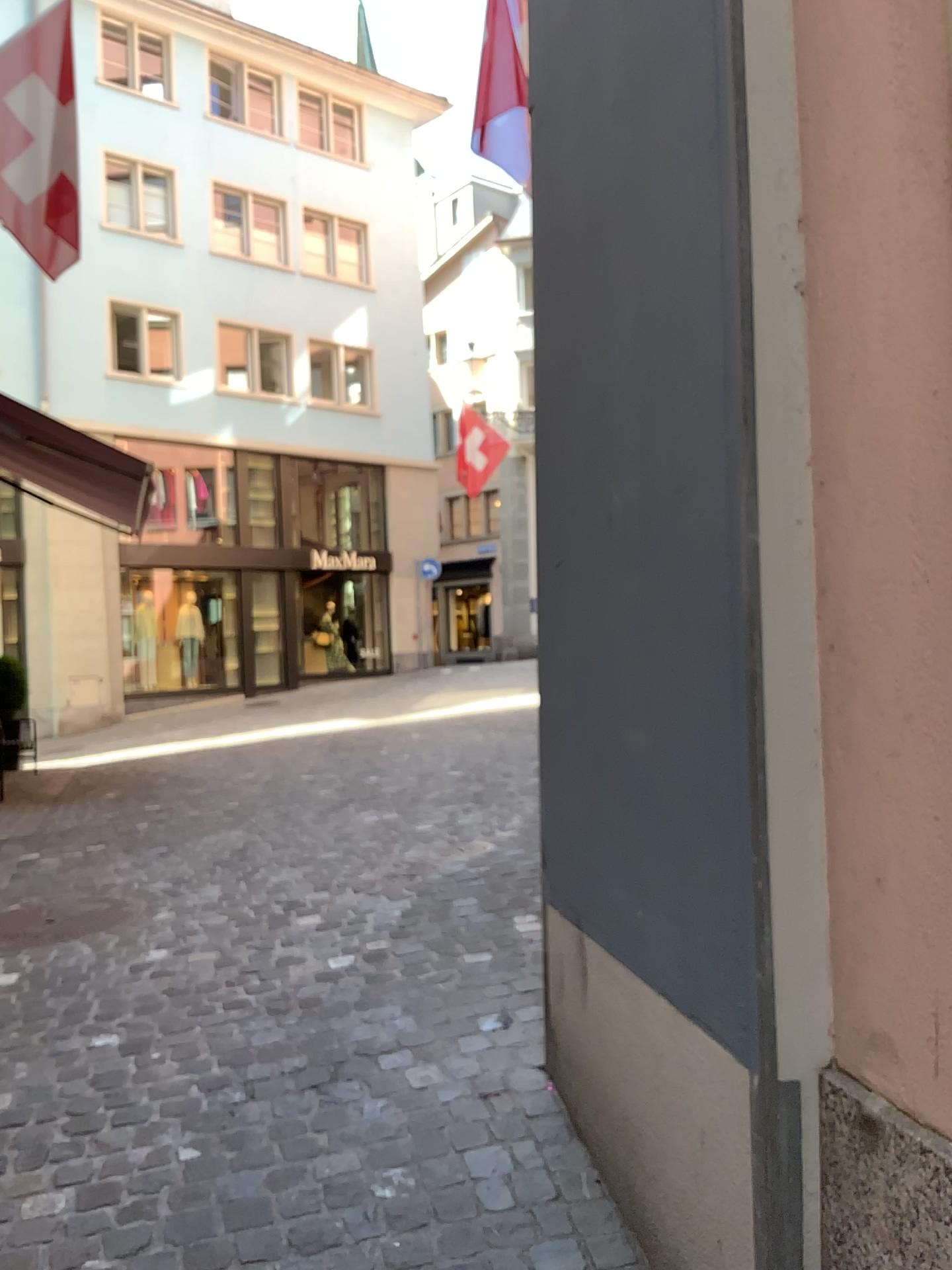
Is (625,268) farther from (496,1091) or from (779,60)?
(496,1091)
